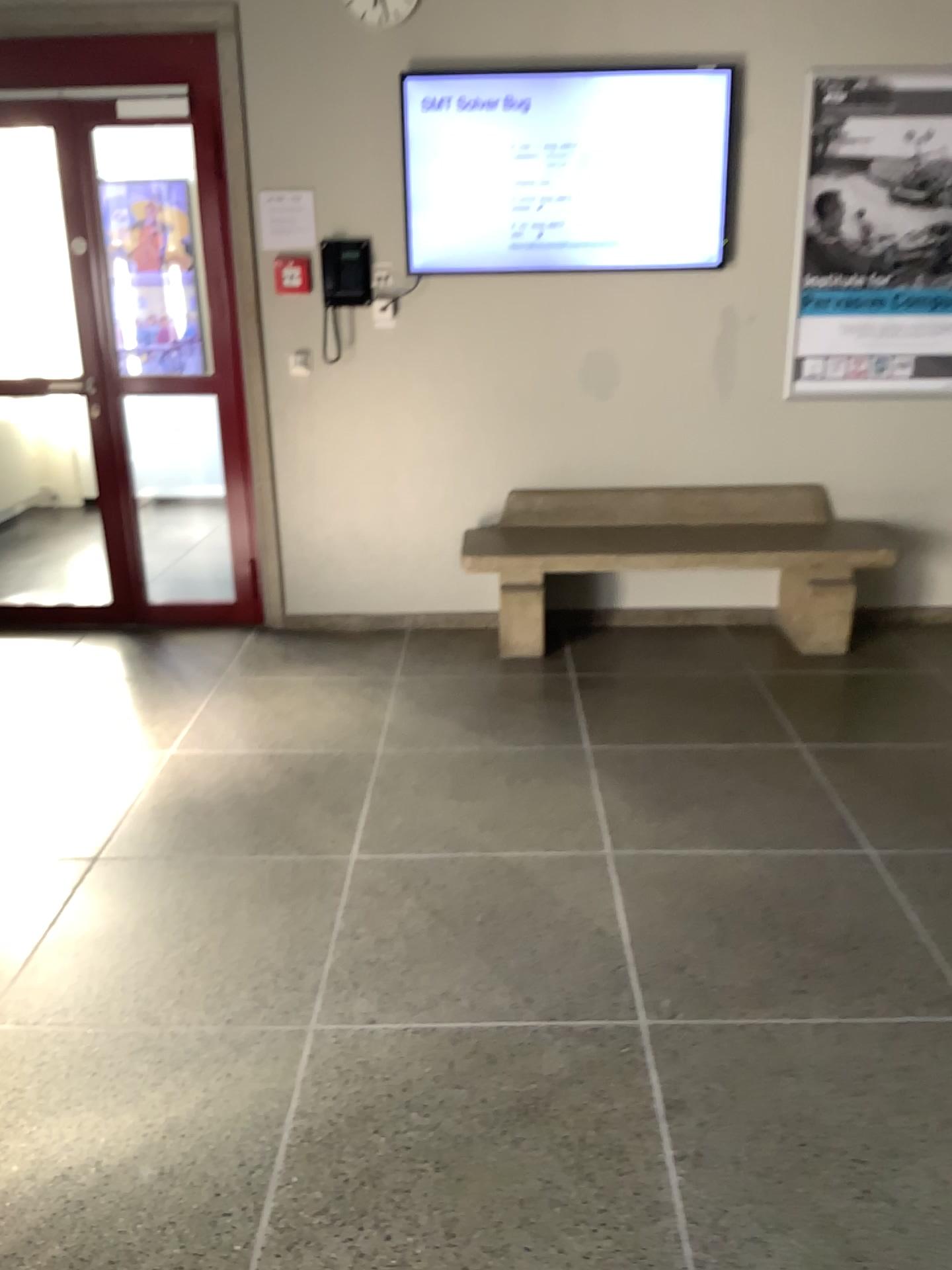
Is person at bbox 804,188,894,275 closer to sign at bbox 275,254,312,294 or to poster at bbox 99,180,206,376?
sign at bbox 275,254,312,294

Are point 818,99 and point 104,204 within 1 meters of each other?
no

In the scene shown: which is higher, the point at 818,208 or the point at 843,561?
the point at 818,208

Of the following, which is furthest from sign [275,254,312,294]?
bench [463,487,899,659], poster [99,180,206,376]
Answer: bench [463,487,899,659]

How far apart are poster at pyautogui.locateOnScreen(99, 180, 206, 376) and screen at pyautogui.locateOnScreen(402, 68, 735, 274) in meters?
1.0 m

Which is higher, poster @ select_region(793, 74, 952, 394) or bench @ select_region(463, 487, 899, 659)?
poster @ select_region(793, 74, 952, 394)

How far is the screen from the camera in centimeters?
402cm

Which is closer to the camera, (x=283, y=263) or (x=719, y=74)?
(x=719, y=74)

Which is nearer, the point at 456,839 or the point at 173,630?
the point at 456,839

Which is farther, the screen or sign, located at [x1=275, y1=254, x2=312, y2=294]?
sign, located at [x1=275, y1=254, x2=312, y2=294]
